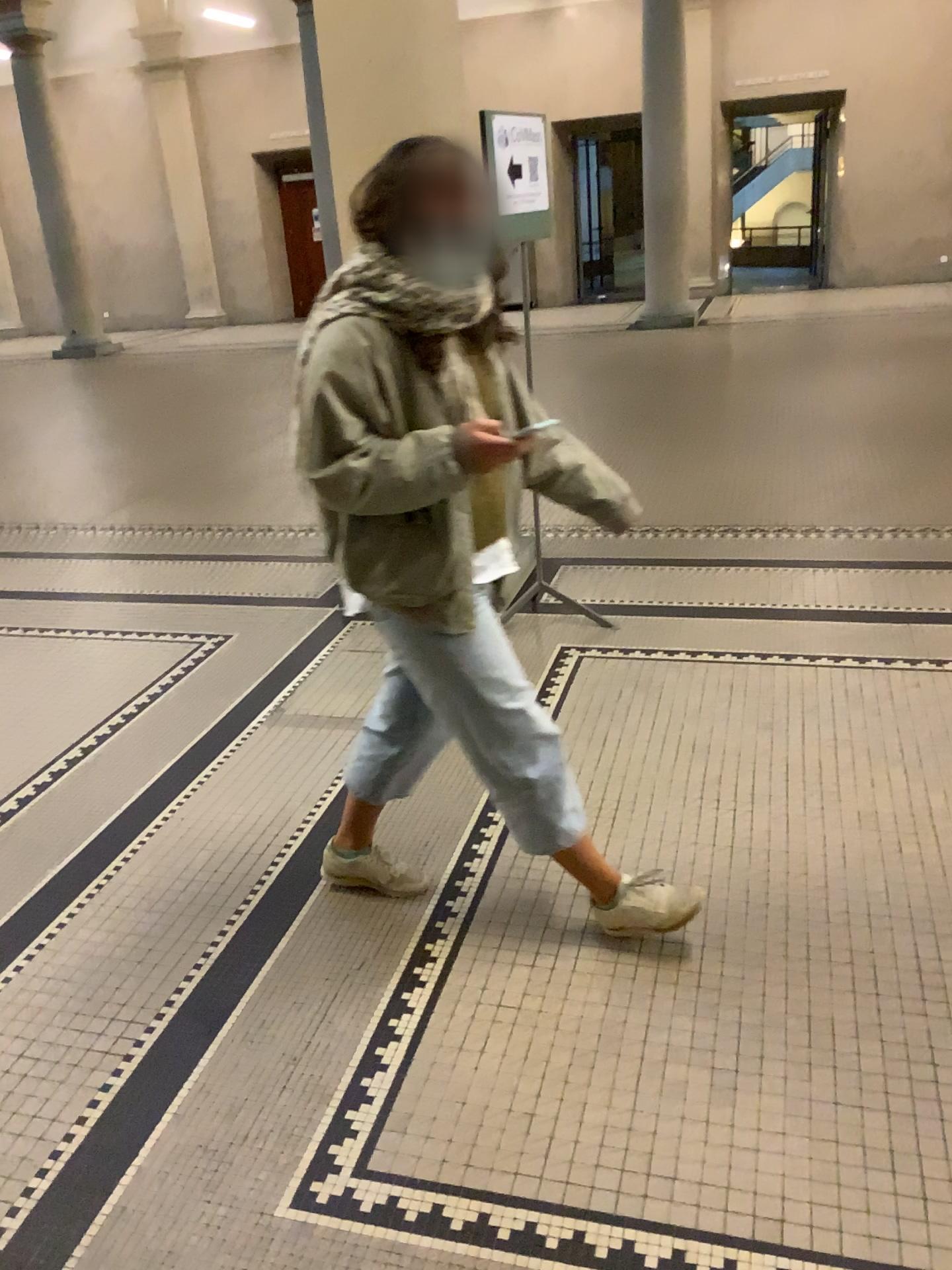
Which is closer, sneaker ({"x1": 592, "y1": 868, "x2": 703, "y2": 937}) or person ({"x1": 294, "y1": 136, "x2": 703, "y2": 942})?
person ({"x1": 294, "y1": 136, "x2": 703, "y2": 942})

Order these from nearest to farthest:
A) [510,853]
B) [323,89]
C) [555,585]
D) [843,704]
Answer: [510,853], [843,704], [323,89], [555,585]

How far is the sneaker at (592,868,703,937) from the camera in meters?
2.3 m

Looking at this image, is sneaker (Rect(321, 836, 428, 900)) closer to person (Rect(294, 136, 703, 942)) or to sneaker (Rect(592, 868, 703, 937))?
person (Rect(294, 136, 703, 942))

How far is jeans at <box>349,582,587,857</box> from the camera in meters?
2.1

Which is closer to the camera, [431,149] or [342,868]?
[431,149]

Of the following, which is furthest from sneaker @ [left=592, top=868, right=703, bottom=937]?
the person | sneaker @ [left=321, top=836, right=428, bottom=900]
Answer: sneaker @ [left=321, top=836, right=428, bottom=900]

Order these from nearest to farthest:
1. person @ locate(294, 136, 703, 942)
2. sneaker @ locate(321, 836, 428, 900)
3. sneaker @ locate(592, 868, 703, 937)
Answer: person @ locate(294, 136, 703, 942) → sneaker @ locate(592, 868, 703, 937) → sneaker @ locate(321, 836, 428, 900)

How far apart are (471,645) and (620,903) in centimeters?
67cm

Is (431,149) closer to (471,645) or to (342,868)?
(471,645)
